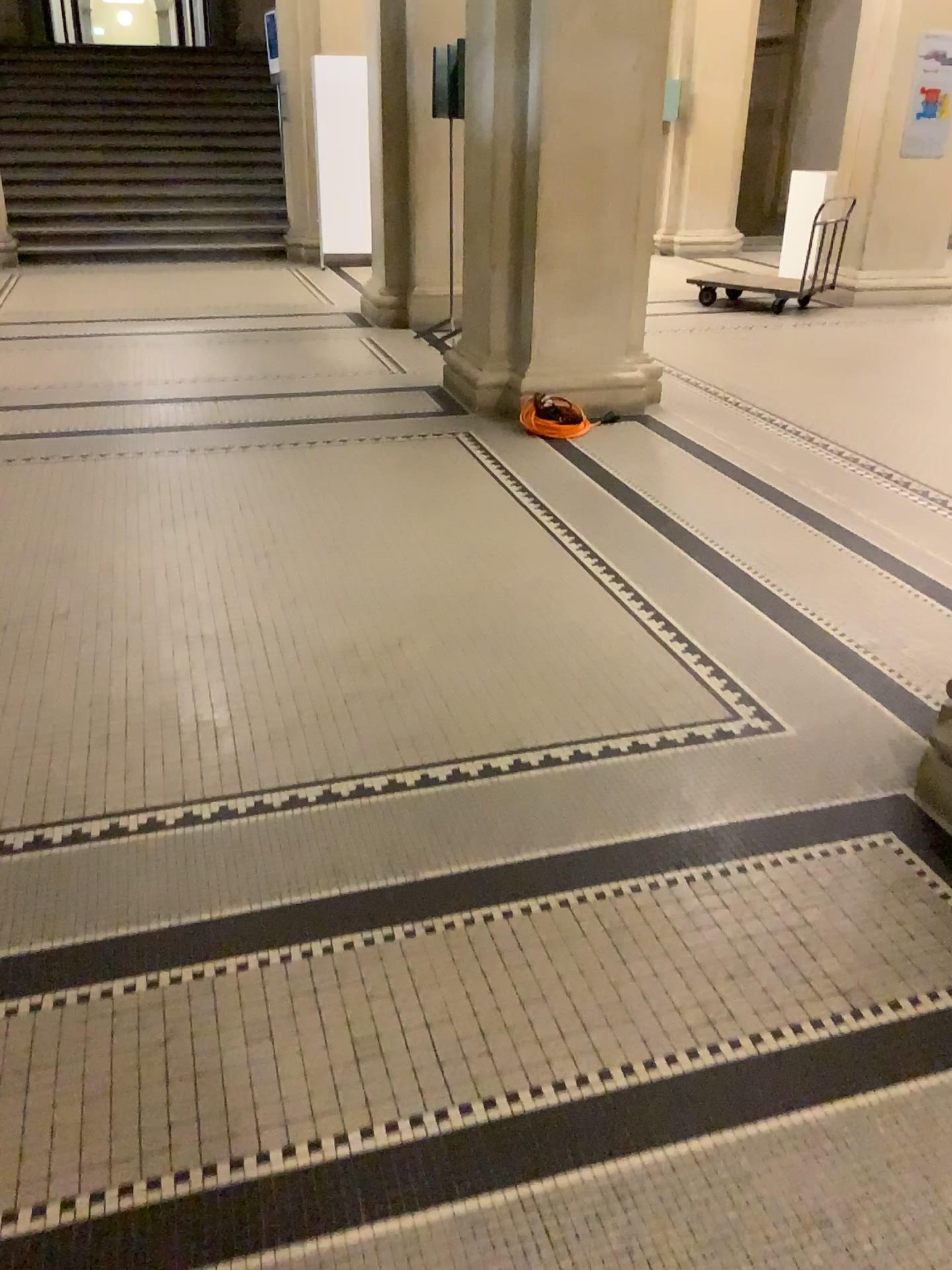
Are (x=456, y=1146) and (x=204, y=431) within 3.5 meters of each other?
no
